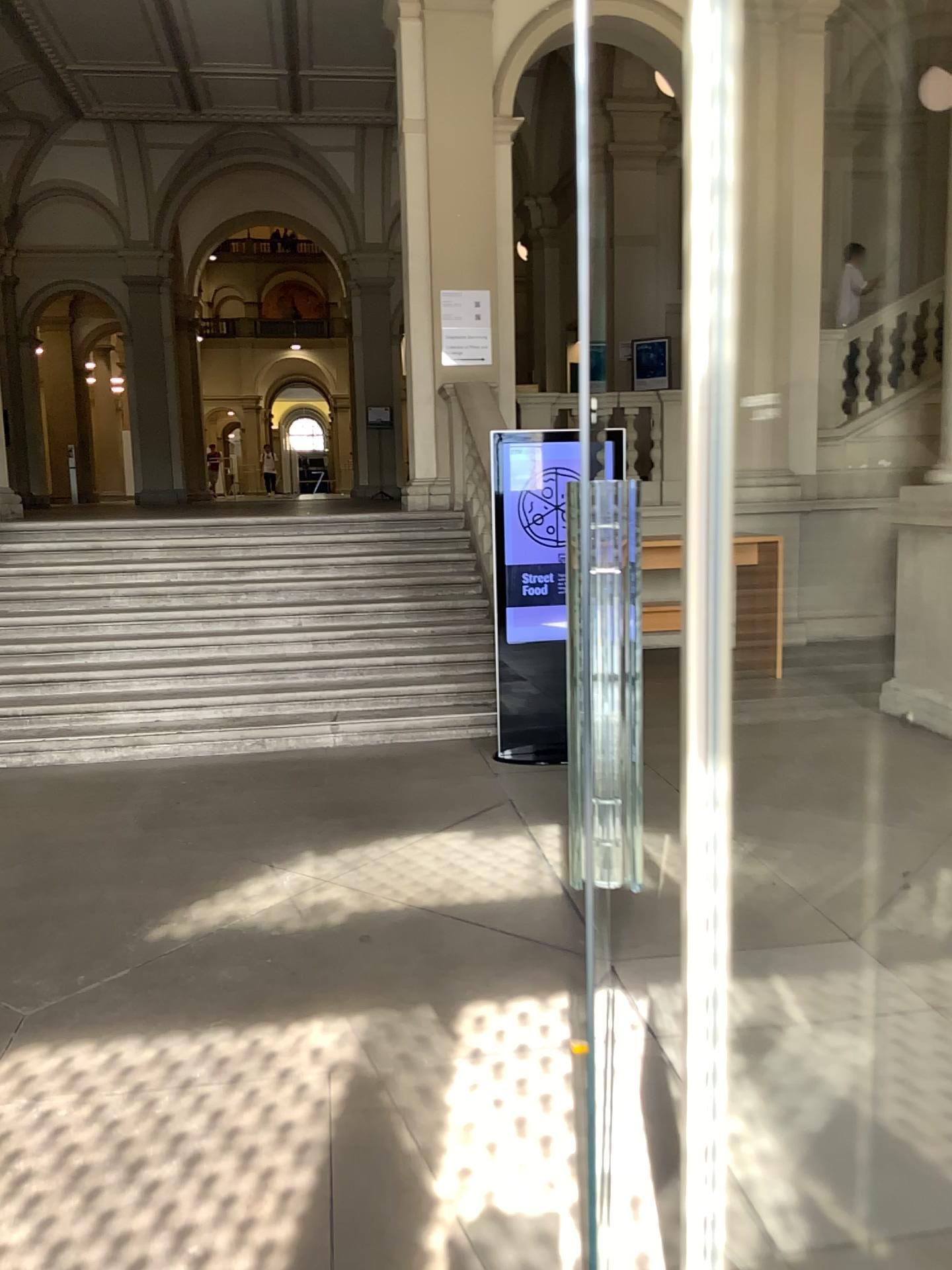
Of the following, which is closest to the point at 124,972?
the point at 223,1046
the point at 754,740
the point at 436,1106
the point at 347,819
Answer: the point at 223,1046
